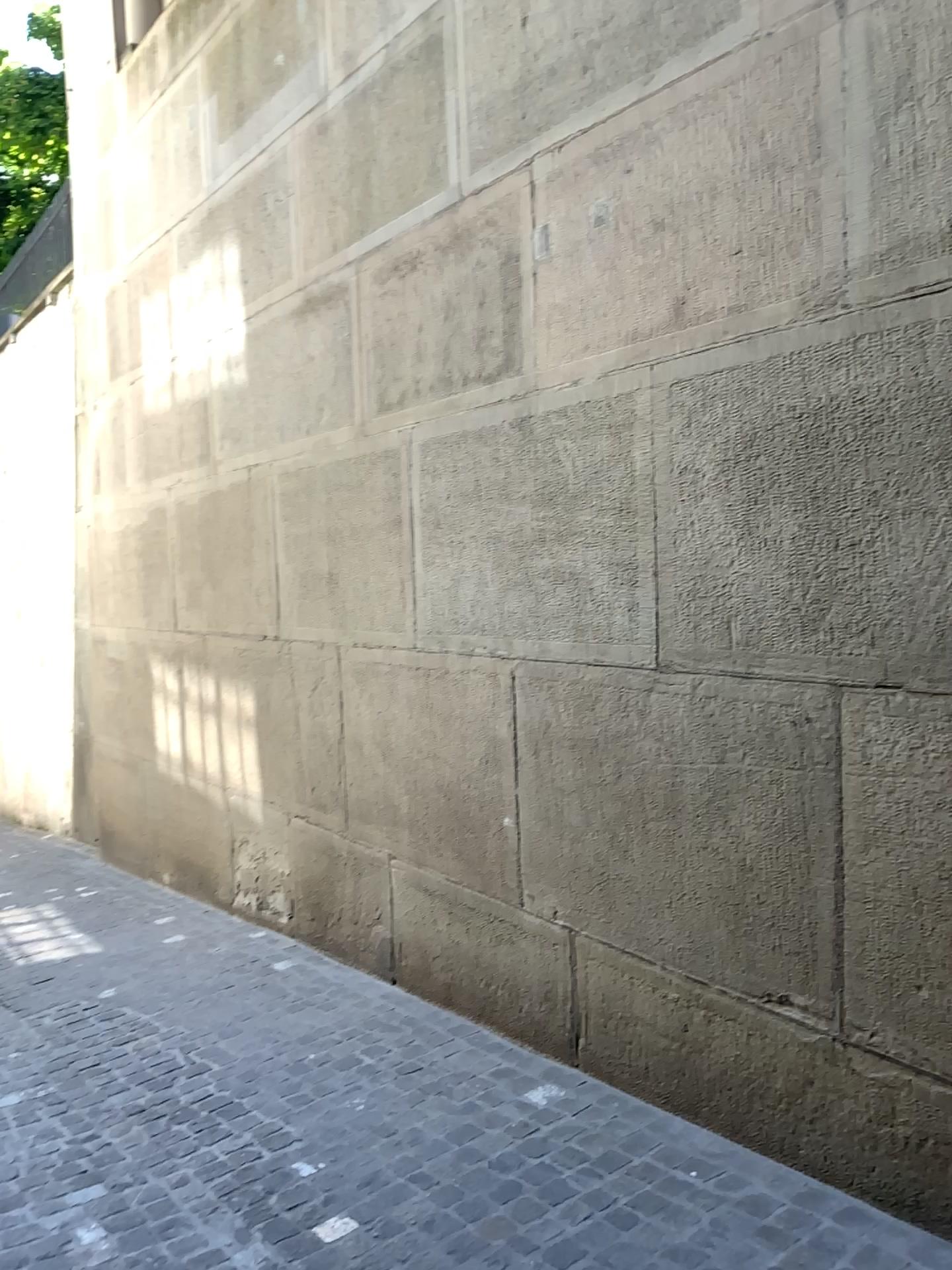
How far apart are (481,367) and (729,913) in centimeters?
204cm
